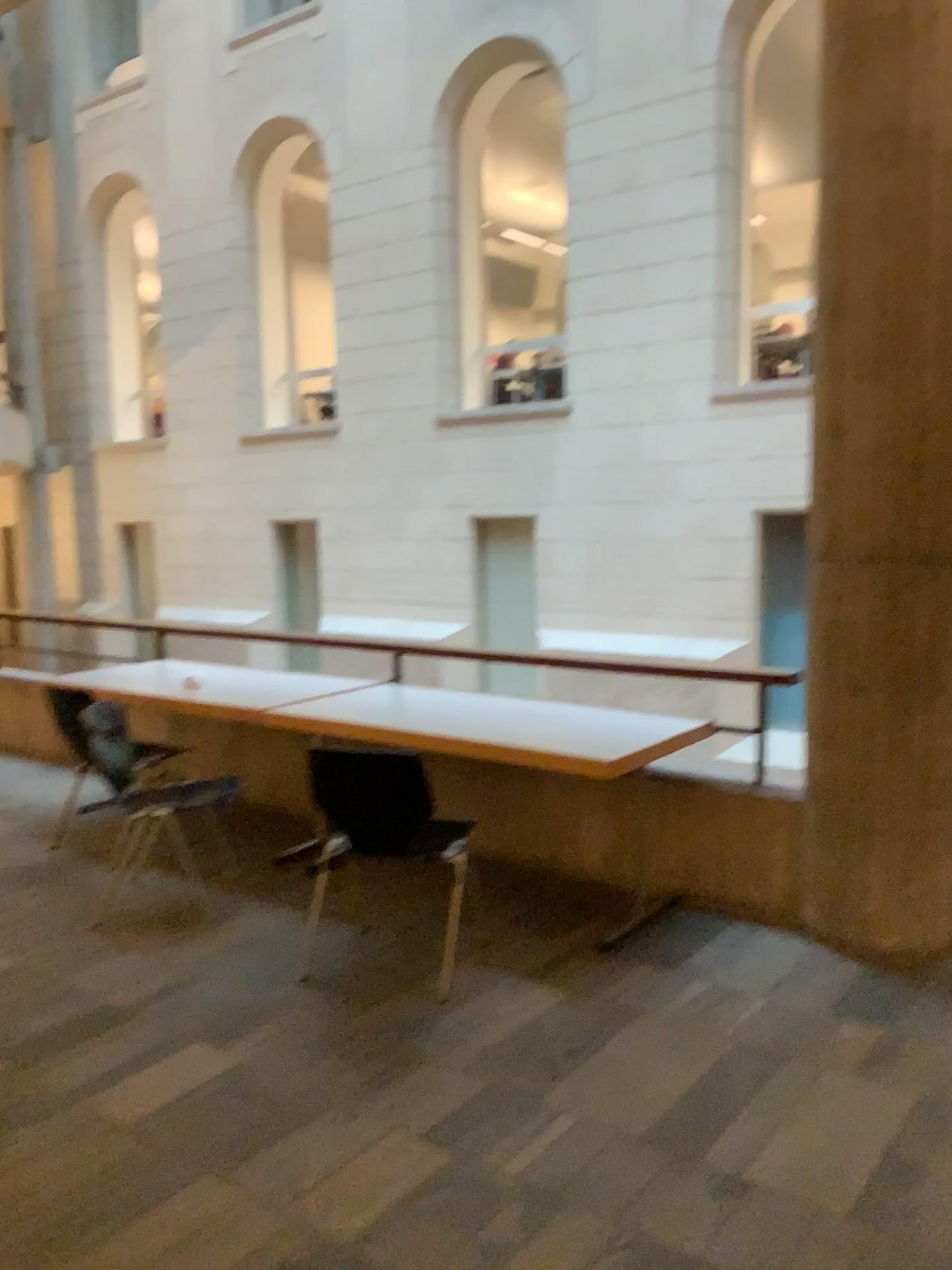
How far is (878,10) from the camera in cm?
333

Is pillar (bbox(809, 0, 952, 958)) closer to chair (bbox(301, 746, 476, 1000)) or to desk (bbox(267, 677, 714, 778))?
desk (bbox(267, 677, 714, 778))

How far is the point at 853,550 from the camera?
3.5m

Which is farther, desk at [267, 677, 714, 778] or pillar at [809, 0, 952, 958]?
desk at [267, 677, 714, 778]

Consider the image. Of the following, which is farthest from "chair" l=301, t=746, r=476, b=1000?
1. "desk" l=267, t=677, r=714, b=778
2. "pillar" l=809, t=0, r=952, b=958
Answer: "pillar" l=809, t=0, r=952, b=958

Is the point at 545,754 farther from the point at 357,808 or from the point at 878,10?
the point at 878,10

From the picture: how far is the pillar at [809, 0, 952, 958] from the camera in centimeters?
333cm

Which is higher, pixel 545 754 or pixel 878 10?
pixel 878 10
